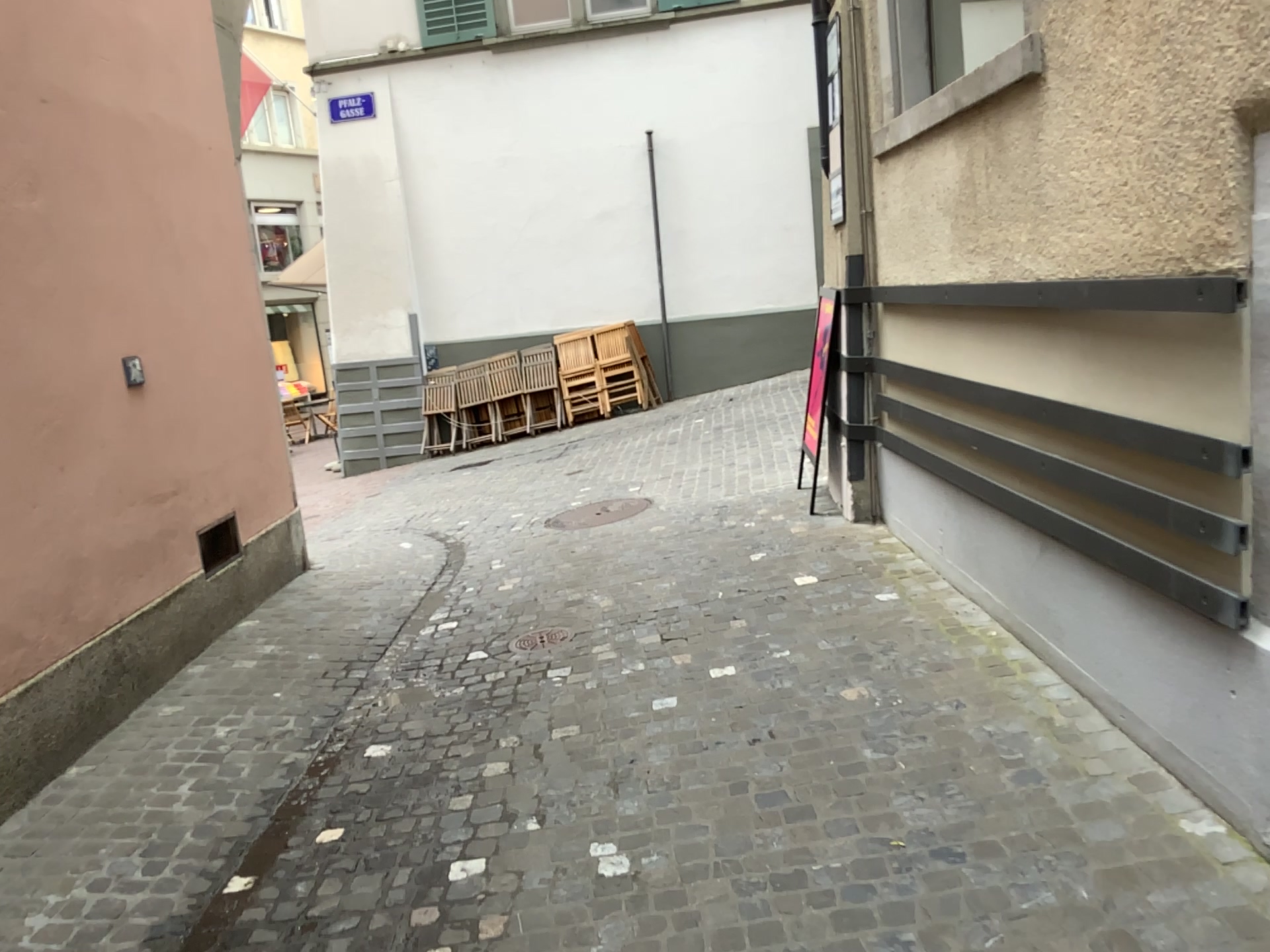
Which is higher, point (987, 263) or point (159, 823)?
point (987, 263)
